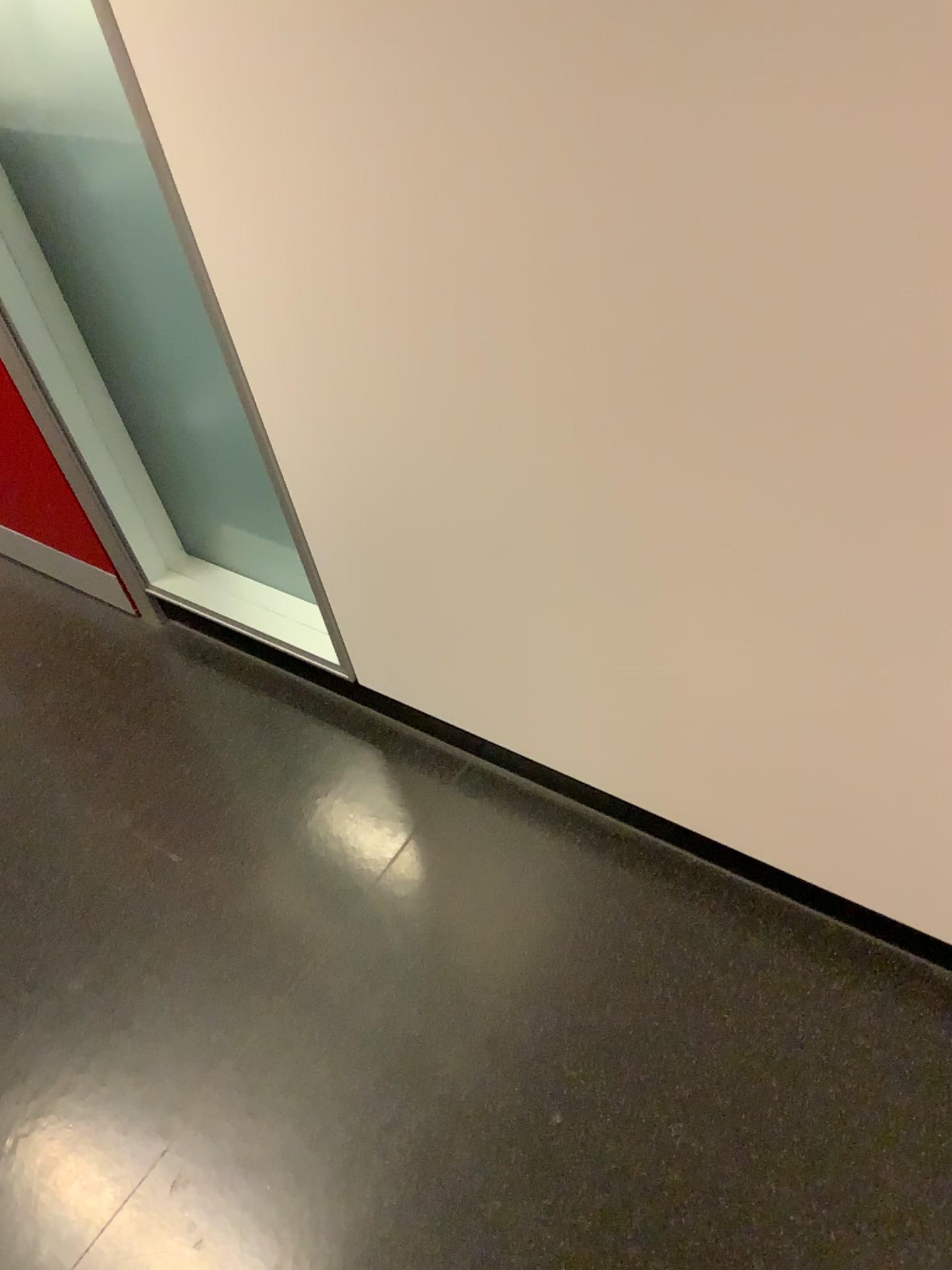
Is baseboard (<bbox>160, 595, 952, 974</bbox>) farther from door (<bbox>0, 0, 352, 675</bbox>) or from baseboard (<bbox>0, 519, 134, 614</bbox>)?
baseboard (<bbox>0, 519, 134, 614</bbox>)

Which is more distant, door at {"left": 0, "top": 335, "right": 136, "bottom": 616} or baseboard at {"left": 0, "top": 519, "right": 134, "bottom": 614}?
baseboard at {"left": 0, "top": 519, "right": 134, "bottom": 614}

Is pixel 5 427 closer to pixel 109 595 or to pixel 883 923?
pixel 109 595

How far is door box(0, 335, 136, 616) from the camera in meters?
1.7 m

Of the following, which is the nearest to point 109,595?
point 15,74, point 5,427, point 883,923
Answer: point 5,427

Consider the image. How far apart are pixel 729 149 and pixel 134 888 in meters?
1.2 m

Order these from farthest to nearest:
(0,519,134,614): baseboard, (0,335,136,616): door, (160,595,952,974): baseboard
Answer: (0,519,134,614): baseboard → (0,335,136,616): door → (160,595,952,974): baseboard

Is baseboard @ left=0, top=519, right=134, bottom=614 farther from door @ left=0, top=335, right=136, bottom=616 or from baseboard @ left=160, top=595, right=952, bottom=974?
baseboard @ left=160, top=595, right=952, bottom=974

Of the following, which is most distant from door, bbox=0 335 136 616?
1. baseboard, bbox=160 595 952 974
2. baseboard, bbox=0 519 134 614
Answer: baseboard, bbox=160 595 952 974

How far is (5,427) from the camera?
1.69m
